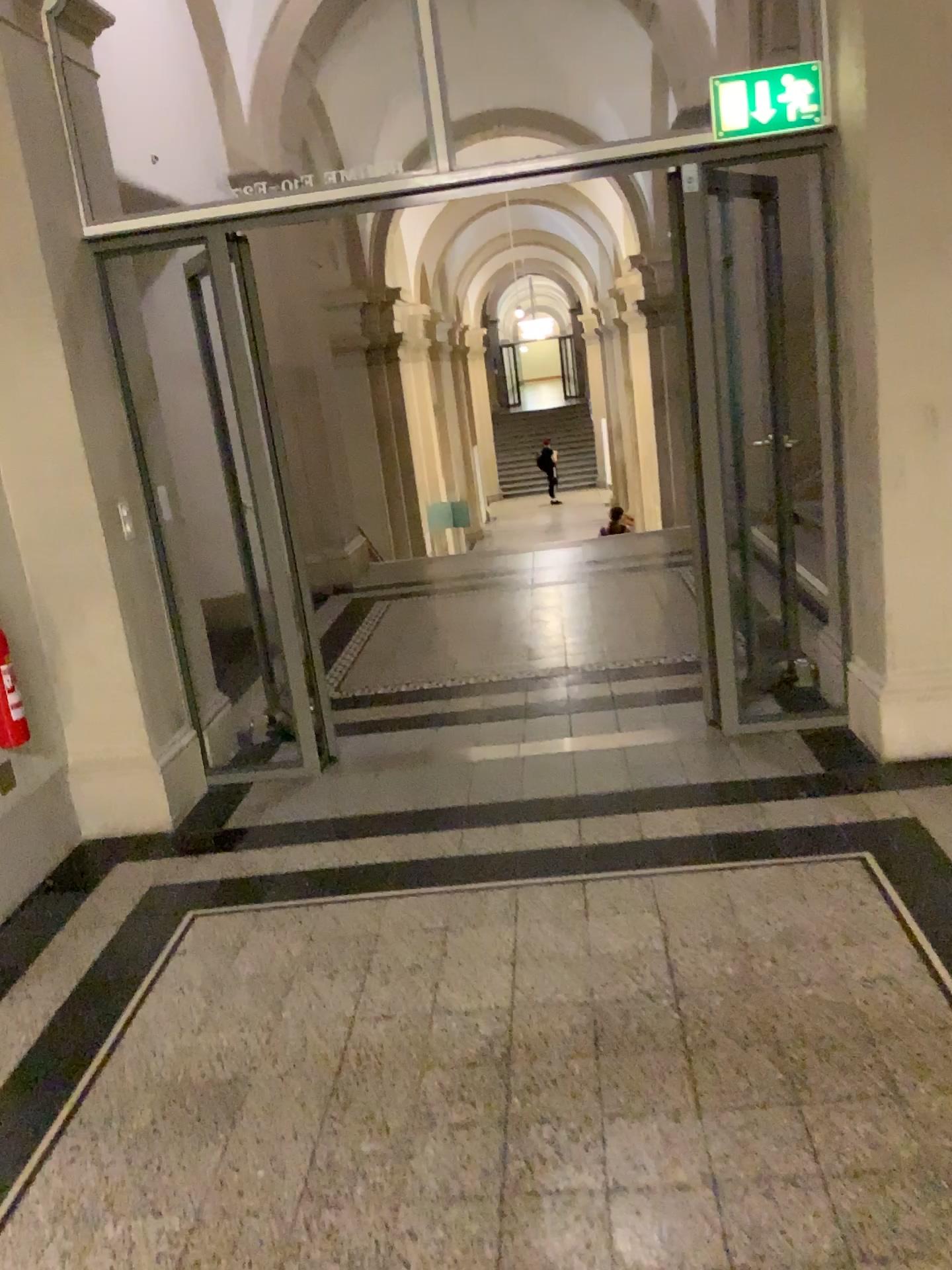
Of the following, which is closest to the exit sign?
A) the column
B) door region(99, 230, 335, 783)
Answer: the column

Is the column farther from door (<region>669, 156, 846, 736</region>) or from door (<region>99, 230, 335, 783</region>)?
door (<region>99, 230, 335, 783</region>)

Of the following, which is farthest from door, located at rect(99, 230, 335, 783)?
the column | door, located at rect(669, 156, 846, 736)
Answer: the column

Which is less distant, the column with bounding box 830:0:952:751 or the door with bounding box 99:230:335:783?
the column with bounding box 830:0:952:751

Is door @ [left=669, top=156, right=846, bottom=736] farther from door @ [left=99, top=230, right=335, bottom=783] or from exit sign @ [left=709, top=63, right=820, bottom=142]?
door @ [left=99, top=230, right=335, bottom=783]

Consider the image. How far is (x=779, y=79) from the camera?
3.53m

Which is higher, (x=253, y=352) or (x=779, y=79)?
(x=779, y=79)

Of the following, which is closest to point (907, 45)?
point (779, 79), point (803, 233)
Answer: point (779, 79)

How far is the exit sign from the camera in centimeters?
353cm

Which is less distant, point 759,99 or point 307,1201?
point 307,1201
